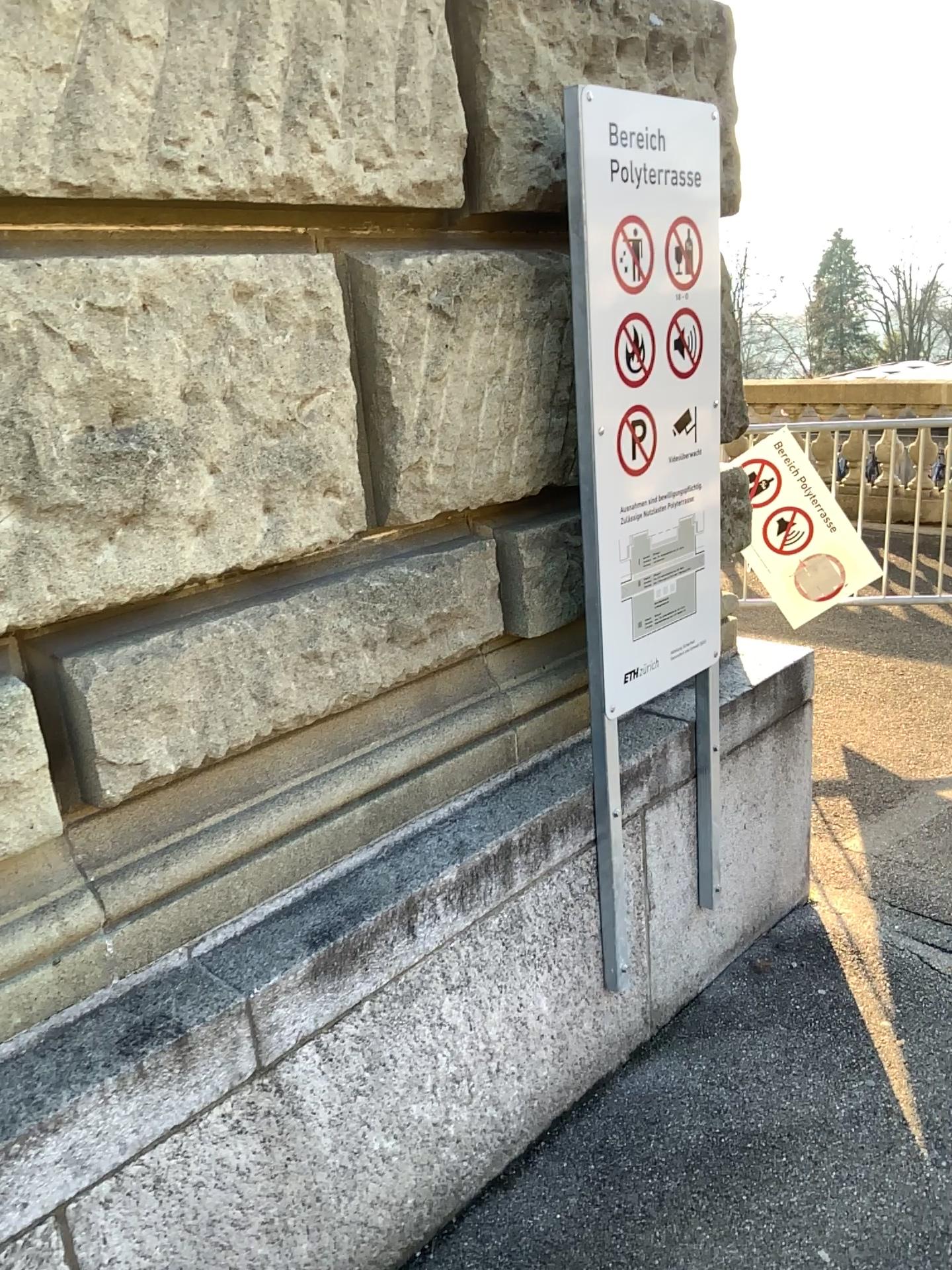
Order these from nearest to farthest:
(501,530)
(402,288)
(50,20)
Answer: (50,20) → (402,288) → (501,530)

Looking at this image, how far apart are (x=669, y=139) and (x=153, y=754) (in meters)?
1.39

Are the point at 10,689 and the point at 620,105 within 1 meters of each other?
no

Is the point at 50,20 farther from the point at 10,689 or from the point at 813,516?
the point at 813,516

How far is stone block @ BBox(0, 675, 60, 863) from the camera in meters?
1.3 m

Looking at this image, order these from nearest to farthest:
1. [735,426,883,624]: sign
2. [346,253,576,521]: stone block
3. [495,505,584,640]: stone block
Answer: [346,253,576,521]: stone block, [495,505,584,640]: stone block, [735,426,883,624]: sign

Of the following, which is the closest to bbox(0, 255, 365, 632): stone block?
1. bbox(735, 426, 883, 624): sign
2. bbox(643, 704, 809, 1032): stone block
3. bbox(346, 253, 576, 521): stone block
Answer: bbox(346, 253, 576, 521): stone block

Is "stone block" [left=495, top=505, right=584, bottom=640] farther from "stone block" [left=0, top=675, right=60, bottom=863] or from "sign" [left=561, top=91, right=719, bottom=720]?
"stone block" [left=0, top=675, right=60, bottom=863]

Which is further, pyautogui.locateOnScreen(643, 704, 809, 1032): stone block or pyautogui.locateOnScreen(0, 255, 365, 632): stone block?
pyautogui.locateOnScreen(643, 704, 809, 1032): stone block

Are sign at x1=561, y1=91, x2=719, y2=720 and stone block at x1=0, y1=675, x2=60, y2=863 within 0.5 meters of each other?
no
